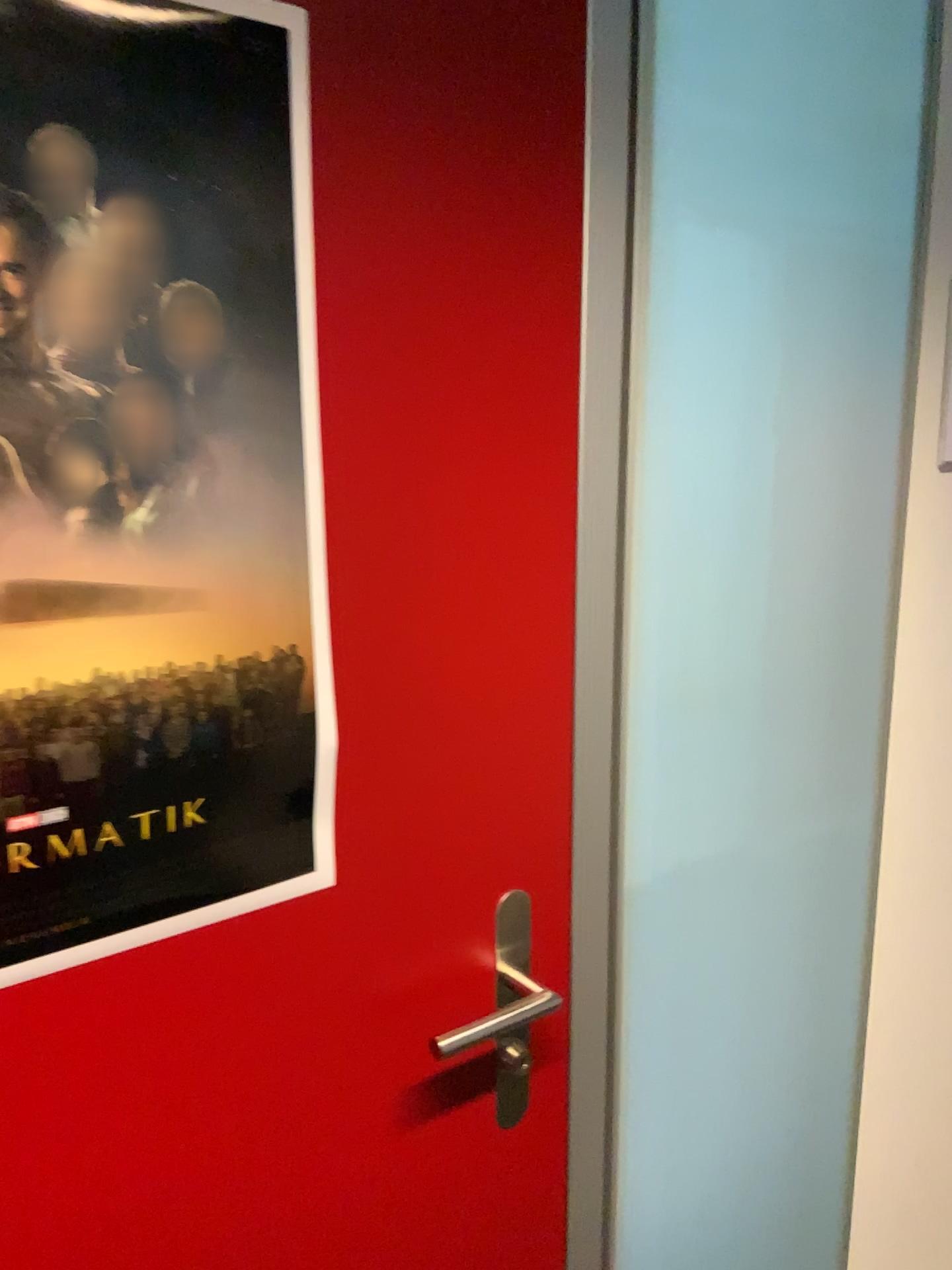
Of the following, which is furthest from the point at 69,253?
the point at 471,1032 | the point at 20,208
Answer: the point at 471,1032

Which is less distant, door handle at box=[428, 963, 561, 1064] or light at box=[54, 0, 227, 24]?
light at box=[54, 0, 227, 24]

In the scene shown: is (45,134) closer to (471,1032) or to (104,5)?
(104,5)

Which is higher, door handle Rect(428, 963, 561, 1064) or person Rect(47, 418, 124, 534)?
person Rect(47, 418, 124, 534)

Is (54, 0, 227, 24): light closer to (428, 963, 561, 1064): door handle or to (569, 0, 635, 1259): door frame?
(569, 0, 635, 1259): door frame

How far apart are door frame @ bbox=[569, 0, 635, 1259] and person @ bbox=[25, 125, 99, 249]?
0.42m

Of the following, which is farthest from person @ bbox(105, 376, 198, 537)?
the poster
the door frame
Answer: the door frame

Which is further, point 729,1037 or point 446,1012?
point 729,1037

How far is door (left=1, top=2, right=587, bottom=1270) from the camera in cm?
74

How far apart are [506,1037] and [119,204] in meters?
0.7
